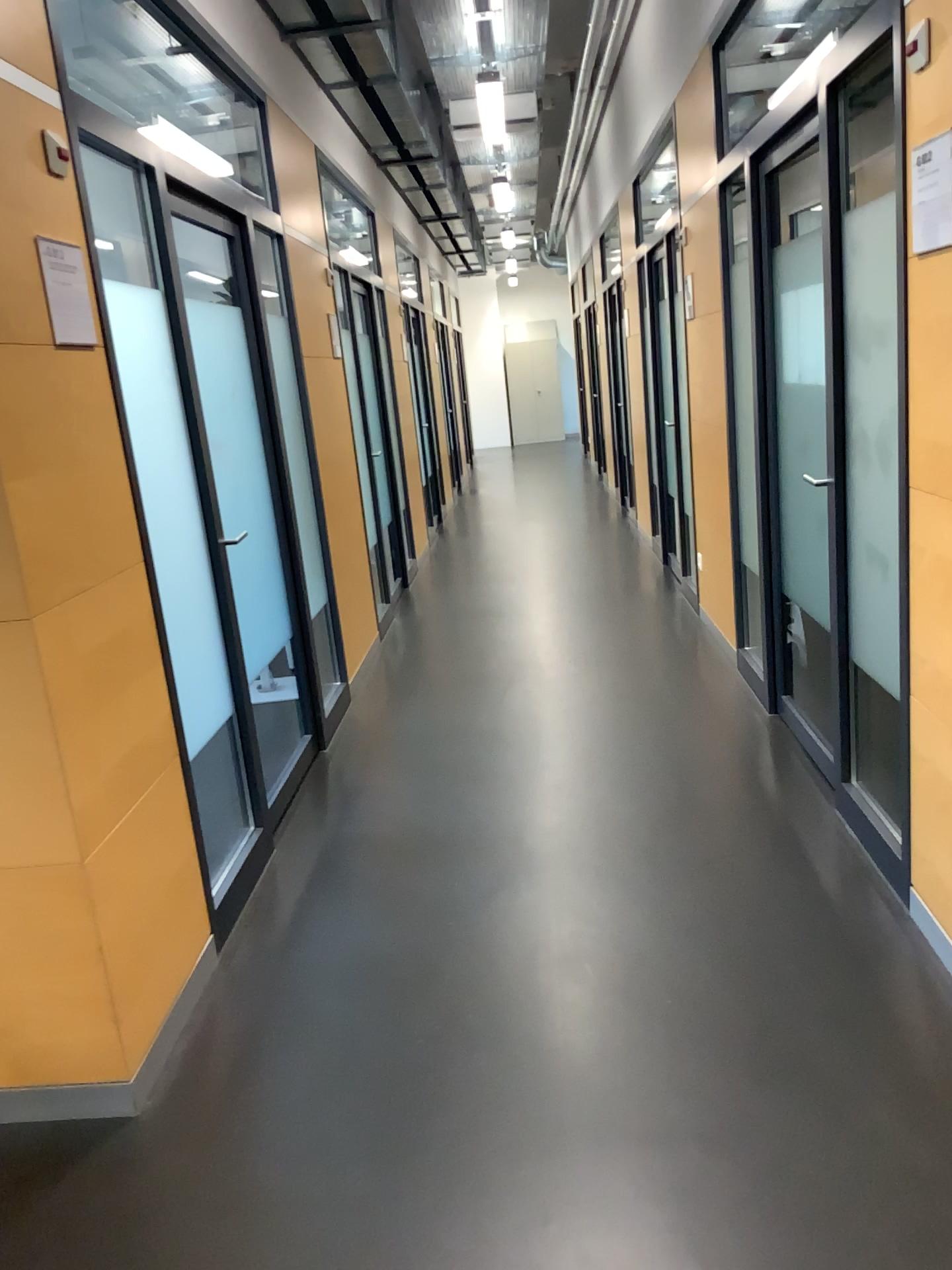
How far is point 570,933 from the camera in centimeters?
274cm

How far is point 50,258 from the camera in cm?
217

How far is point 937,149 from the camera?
2.1 meters

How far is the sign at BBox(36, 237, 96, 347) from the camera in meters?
2.2 m

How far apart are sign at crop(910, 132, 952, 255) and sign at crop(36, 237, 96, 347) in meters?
1.8 m

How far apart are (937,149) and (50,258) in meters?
1.8

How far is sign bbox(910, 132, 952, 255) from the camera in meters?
2.1 m
